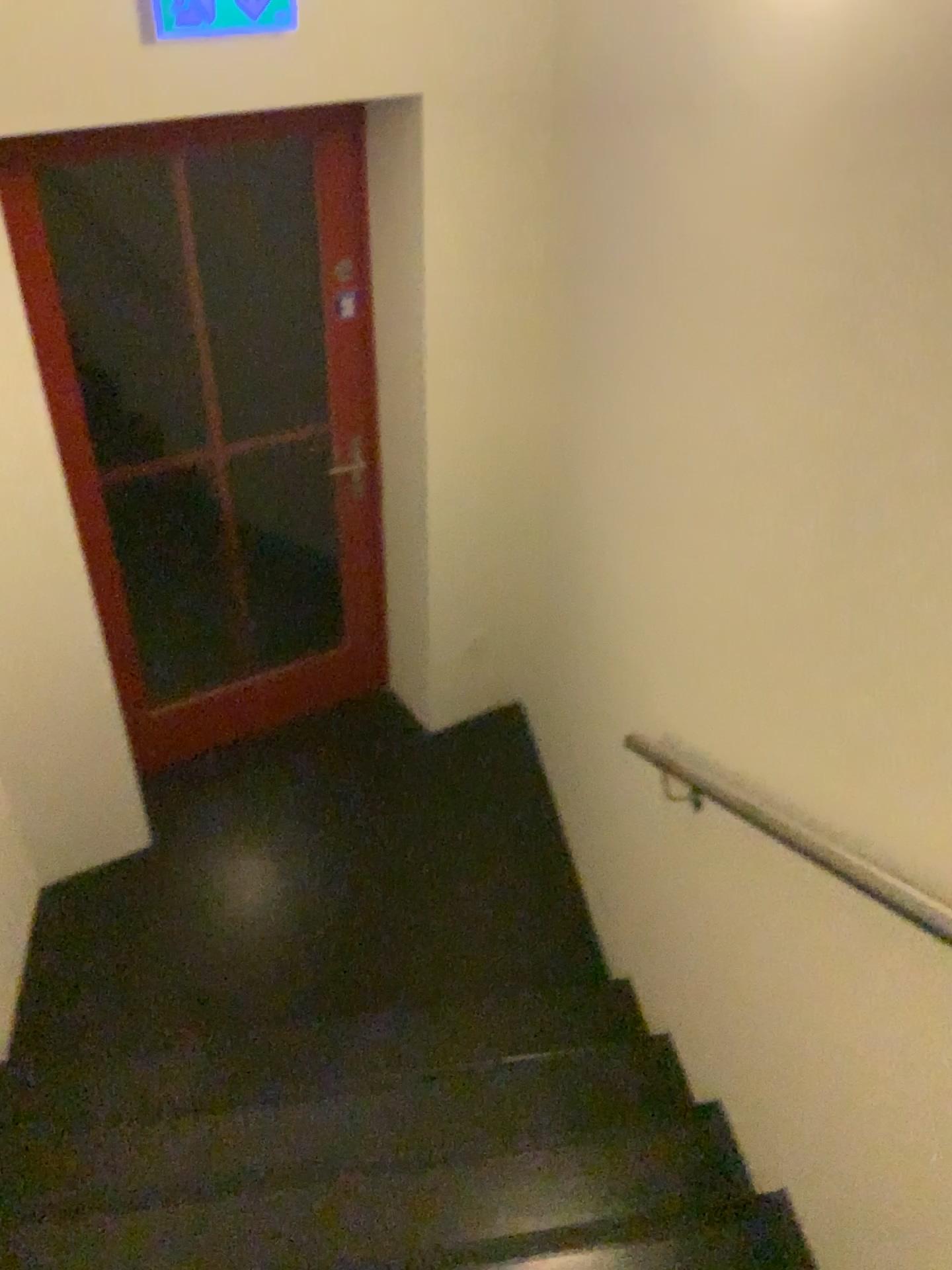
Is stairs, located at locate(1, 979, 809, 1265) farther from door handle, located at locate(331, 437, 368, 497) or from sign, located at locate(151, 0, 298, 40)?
sign, located at locate(151, 0, 298, 40)

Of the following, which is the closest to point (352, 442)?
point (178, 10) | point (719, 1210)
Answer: point (178, 10)

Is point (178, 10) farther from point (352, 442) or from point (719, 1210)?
point (719, 1210)

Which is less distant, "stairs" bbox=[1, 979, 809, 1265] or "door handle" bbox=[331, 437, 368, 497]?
"stairs" bbox=[1, 979, 809, 1265]

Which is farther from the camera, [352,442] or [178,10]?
[352,442]

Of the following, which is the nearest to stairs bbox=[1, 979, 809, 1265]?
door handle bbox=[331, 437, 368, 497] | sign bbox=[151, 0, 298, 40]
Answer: door handle bbox=[331, 437, 368, 497]

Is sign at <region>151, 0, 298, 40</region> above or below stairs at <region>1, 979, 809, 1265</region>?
above

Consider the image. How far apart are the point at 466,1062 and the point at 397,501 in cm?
171
